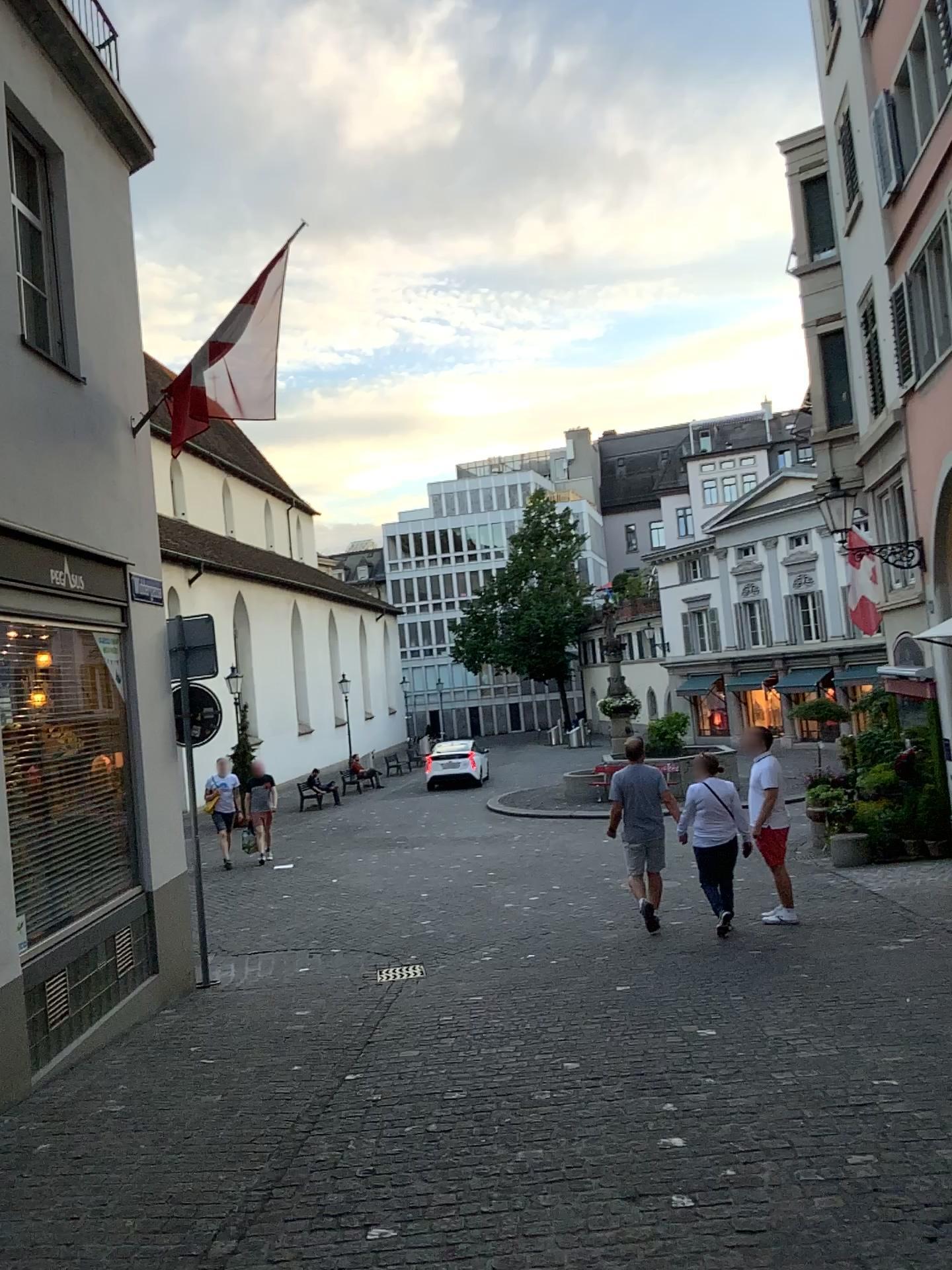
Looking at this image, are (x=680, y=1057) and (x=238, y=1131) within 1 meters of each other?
no
